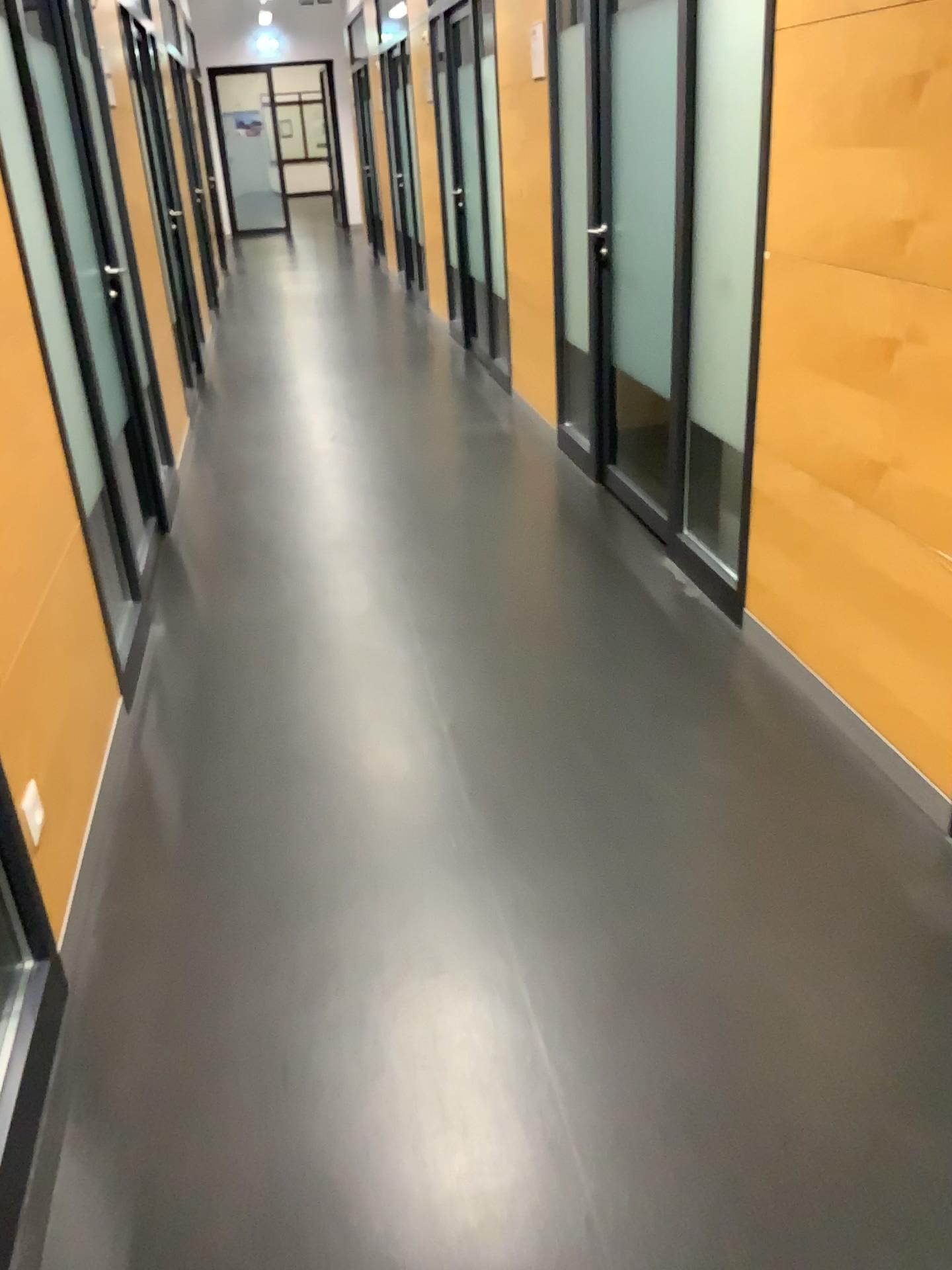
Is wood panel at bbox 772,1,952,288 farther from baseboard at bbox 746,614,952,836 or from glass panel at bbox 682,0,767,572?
baseboard at bbox 746,614,952,836

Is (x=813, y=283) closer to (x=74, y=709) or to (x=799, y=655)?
(x=799, y=655)

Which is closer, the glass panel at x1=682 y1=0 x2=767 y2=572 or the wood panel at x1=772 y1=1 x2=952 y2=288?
the wood panel at x1=772 y1=1 x2=952 y2=288

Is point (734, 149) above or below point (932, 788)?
above

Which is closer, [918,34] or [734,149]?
[918,34]

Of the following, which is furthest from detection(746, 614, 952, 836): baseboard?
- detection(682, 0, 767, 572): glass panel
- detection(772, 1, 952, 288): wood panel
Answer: detection(772, 1, 952, 288): wood panel

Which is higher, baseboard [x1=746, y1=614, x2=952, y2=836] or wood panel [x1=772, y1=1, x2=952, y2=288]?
wood panel [x1=772, y1=1, x2=952, y2=288]

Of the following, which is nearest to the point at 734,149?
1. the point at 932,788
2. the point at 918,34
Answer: the point at 918,34
